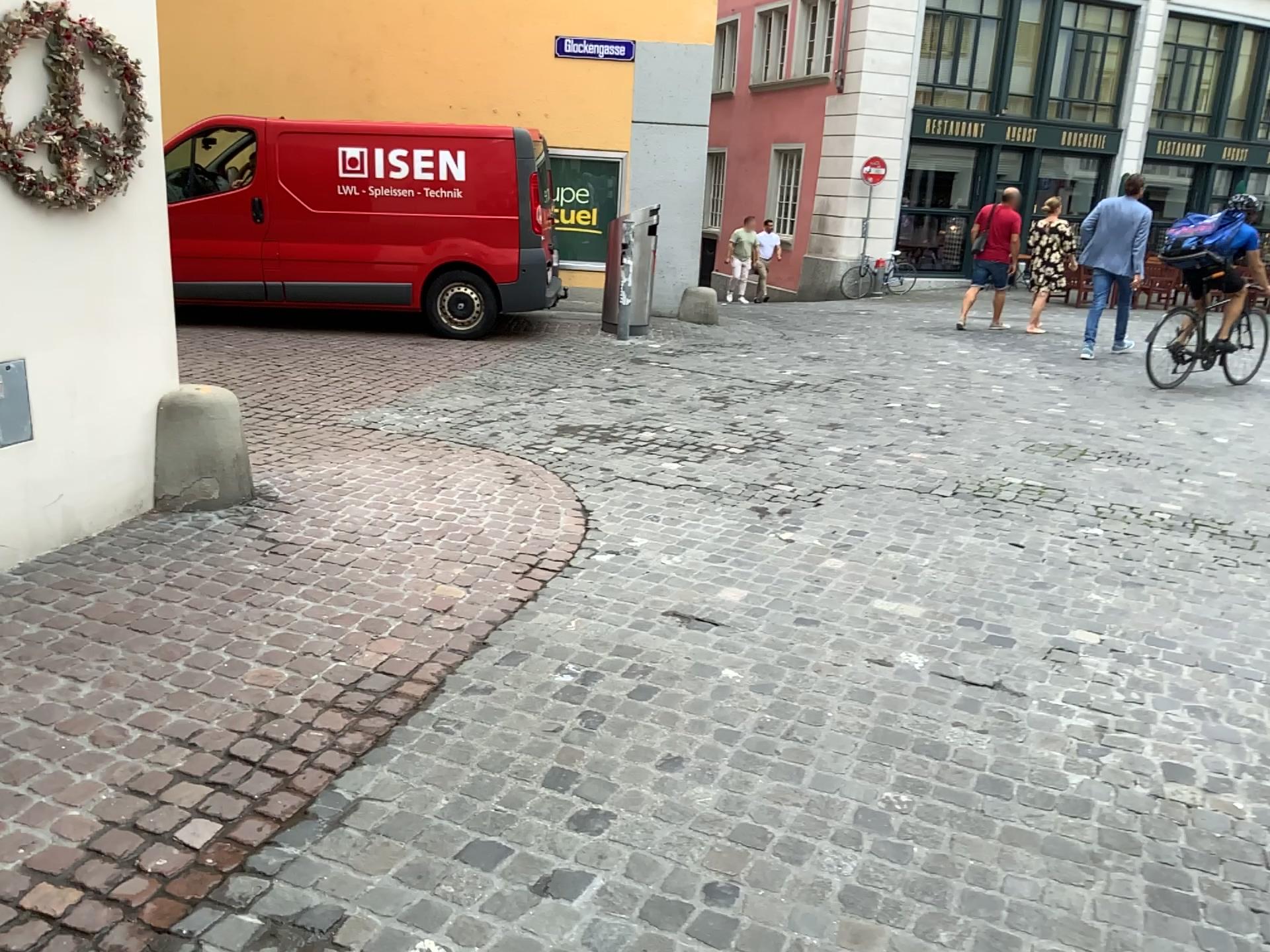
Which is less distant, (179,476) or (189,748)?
(189,748)
